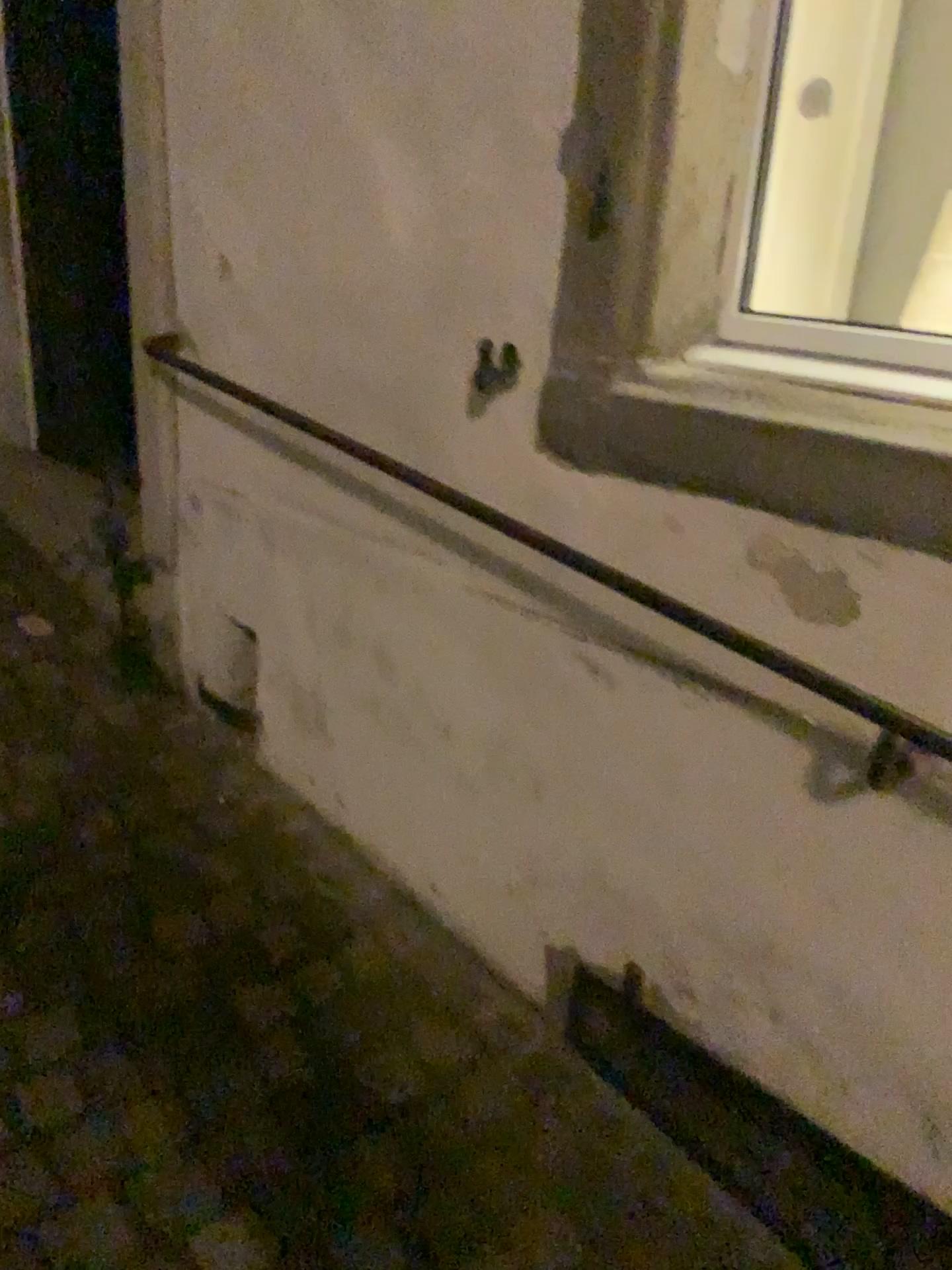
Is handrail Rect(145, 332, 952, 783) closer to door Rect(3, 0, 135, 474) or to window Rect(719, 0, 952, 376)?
window Rect(719, 0, 952, 376)

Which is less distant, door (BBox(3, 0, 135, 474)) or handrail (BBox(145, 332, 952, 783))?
handrail (BBox(145, 332, 952, 783))

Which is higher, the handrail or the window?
the window

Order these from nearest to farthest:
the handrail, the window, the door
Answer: the handrail, the window, the door

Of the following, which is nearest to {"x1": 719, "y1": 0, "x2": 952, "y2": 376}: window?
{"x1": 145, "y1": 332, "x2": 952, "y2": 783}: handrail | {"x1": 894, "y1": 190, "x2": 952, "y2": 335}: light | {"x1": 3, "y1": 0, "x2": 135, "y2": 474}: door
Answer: {"x1": 894, "y1": 190, "x2": 952, "y2": 335}: light

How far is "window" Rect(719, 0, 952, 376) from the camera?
1.74m

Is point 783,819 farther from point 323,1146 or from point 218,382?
point 218,382

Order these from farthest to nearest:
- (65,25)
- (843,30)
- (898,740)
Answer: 1. (65,25)
2. (843,30)
3. (898,740)

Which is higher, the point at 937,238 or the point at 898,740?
the point at 937,238

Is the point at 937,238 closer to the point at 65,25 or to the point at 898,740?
the point at 898,740
